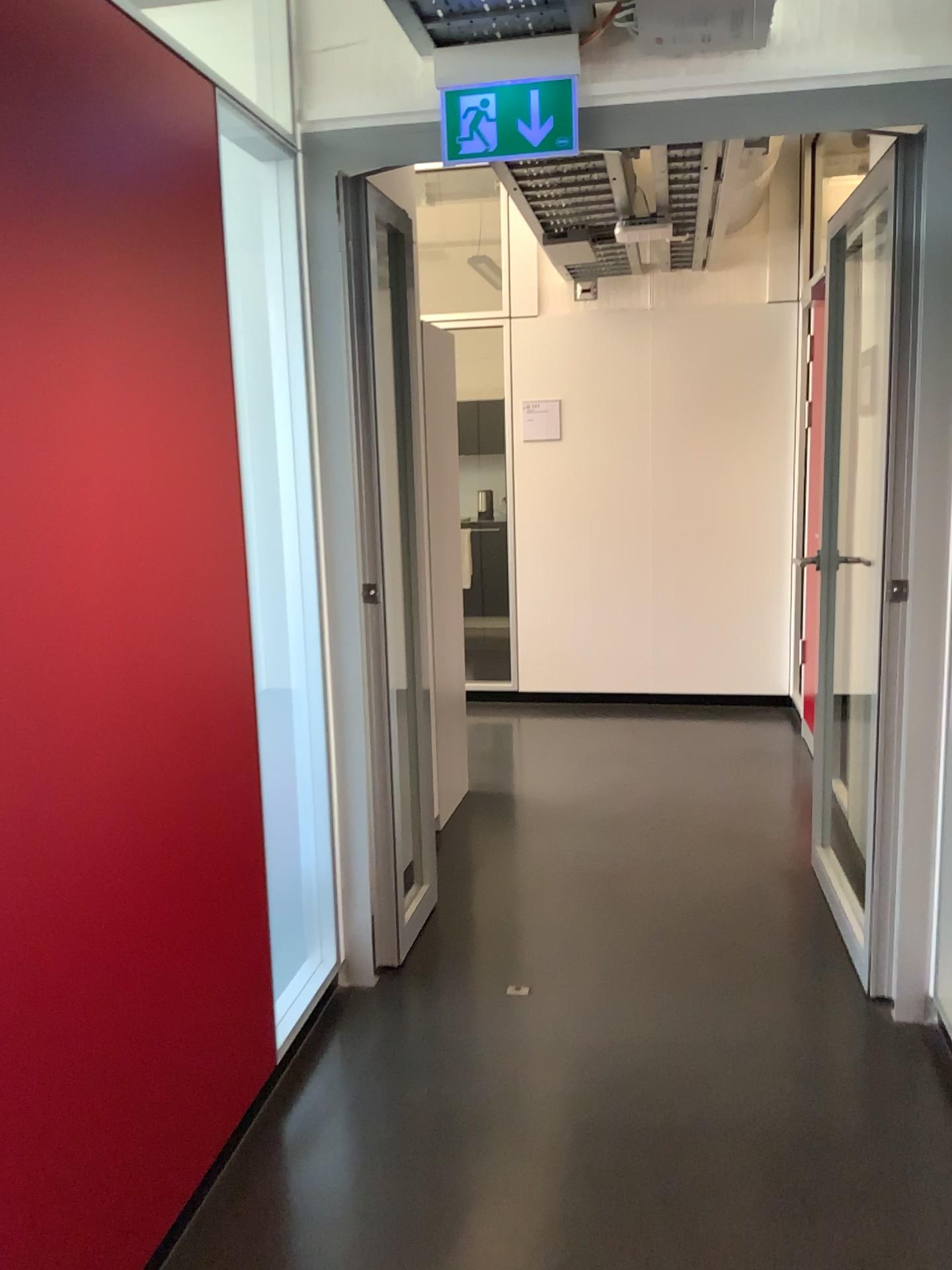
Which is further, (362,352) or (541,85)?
(362,352)

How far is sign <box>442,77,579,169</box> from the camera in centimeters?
A: 238cm

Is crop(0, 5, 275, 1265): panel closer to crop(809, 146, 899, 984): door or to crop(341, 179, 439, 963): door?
crop(341, 179, 439, 963): door

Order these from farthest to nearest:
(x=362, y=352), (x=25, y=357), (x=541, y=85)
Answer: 1. (x=362, y=352)
2. (x=541, y=85)
3. (x=25, y=357)

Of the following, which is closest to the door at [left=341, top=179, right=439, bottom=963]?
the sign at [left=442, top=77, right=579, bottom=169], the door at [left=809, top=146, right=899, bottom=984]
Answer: the sign at [left=442, top=77, right=579, bottom=169]

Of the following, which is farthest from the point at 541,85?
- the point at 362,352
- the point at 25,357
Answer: the point at 25,357

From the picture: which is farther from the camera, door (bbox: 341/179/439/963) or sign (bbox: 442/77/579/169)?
door (bbox: 341/179/439/963)

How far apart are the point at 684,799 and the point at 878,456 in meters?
2.1 m

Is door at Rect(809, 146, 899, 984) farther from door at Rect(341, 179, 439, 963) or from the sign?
door at Rect(341, 179, 439, 963)

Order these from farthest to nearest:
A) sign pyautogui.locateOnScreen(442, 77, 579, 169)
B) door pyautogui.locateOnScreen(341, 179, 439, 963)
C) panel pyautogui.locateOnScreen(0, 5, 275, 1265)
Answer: door pyautogui.locateOnScreen(341, 179, 439, 963), sign pyautogui.locateOnScreen(442, 77, 579, 169), panel pyautogui.locateOnScreen(0, 5, 275, 1265)
